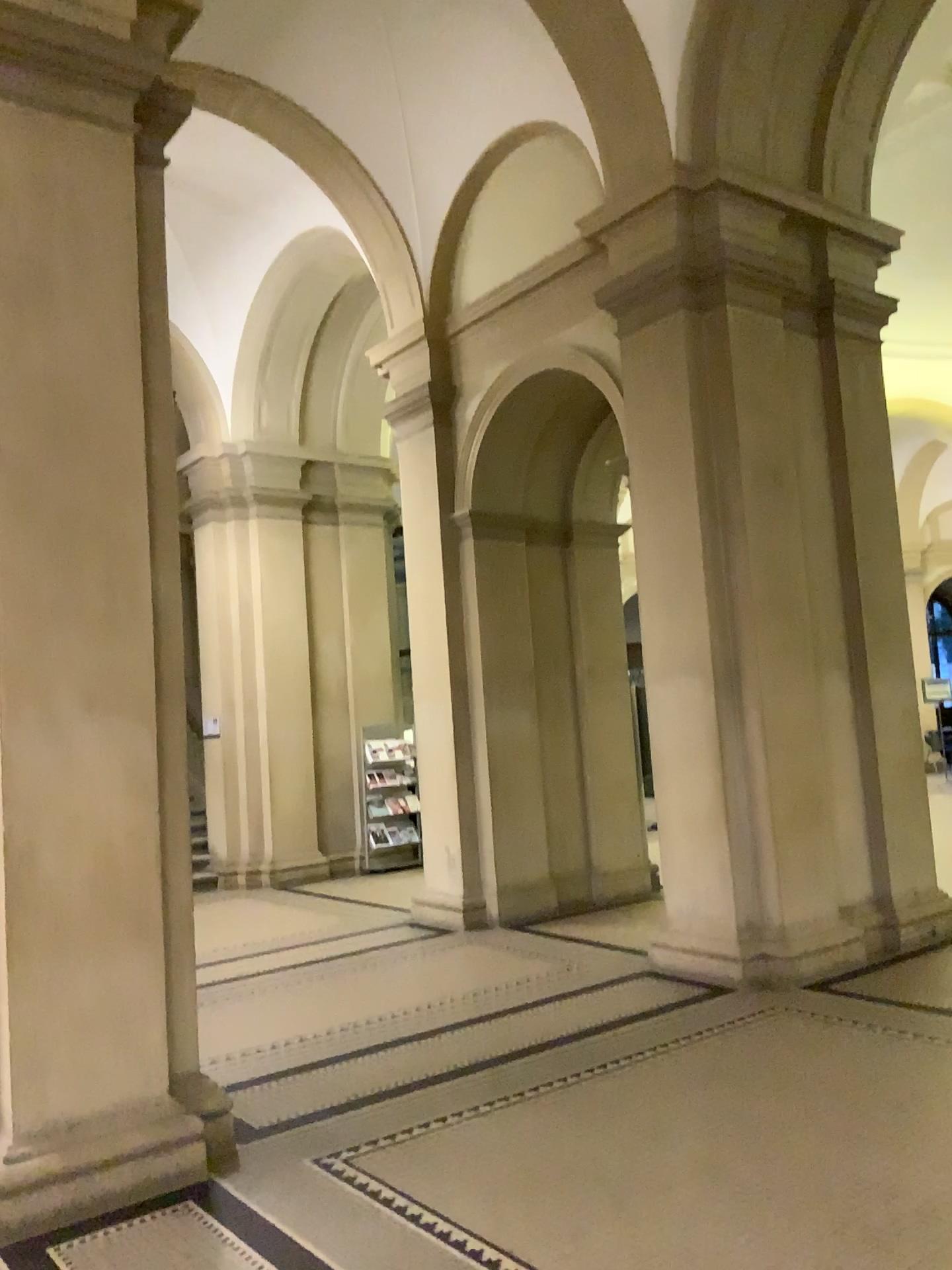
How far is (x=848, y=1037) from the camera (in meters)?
4.77
